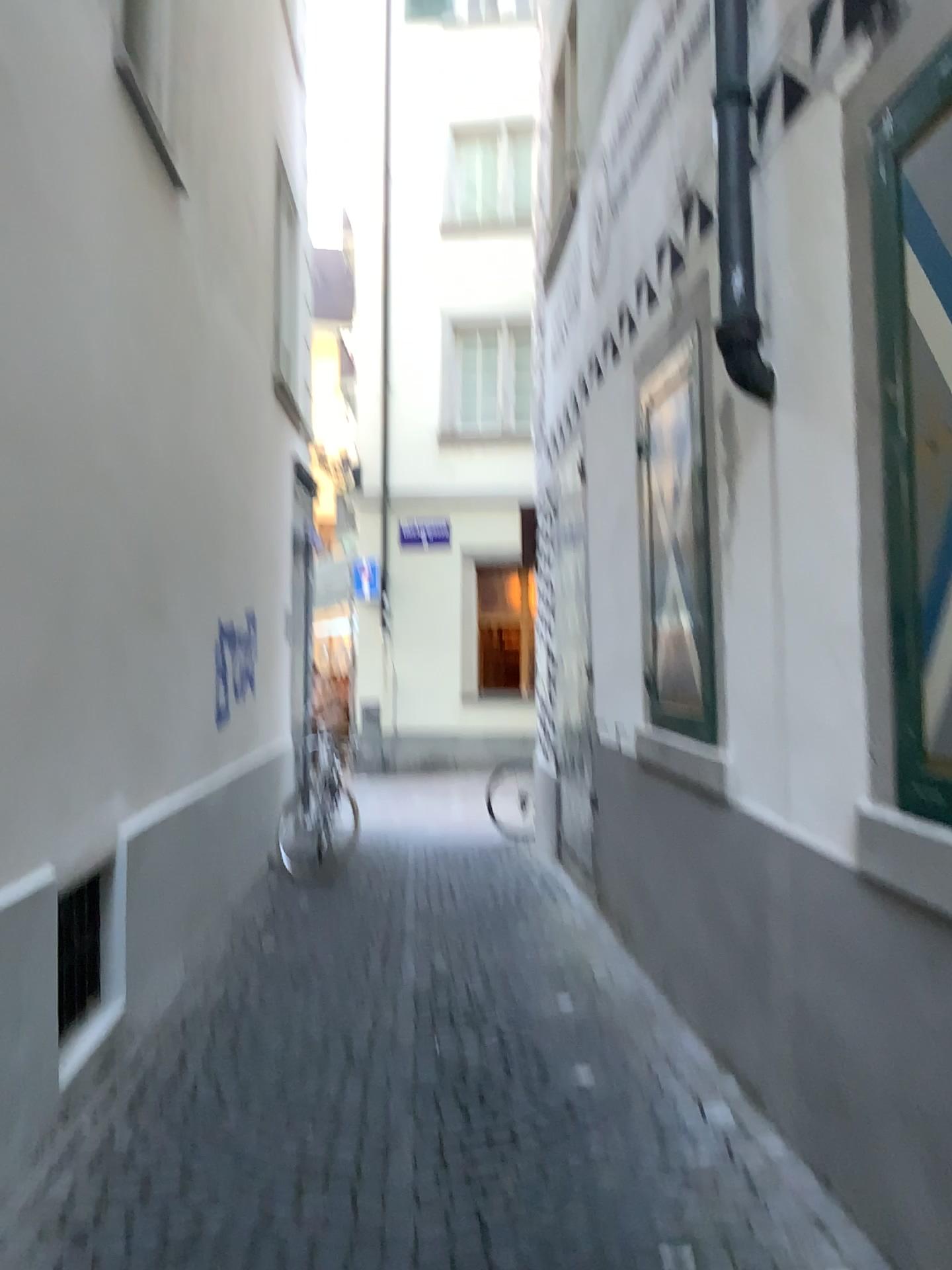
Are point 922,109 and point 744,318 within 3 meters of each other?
yes

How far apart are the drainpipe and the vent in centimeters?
265cm

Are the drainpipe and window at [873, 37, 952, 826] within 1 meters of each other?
yes

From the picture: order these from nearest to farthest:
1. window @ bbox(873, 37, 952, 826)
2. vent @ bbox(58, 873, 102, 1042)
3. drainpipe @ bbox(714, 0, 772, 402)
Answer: window @ bbox(873, 37, 952, 826) → drainpipe @ bbox(714, 0, 772, 402) → vent @ bbox(58, 873, 102, 1042)

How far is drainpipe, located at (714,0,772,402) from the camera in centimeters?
300cm

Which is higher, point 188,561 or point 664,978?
point 188,561

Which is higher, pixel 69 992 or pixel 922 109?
pixel 922 109

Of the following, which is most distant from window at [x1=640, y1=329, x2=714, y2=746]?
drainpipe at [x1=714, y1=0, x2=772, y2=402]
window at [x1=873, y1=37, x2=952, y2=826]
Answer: window at [x1=873, y1=37, x2=952, y2=826]

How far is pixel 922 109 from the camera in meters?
2.1

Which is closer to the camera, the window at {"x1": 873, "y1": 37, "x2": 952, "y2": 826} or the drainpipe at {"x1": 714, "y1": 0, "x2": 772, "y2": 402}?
the window at {"x1": 873, "y1": 37, "x2": 952, "y2": 826}
